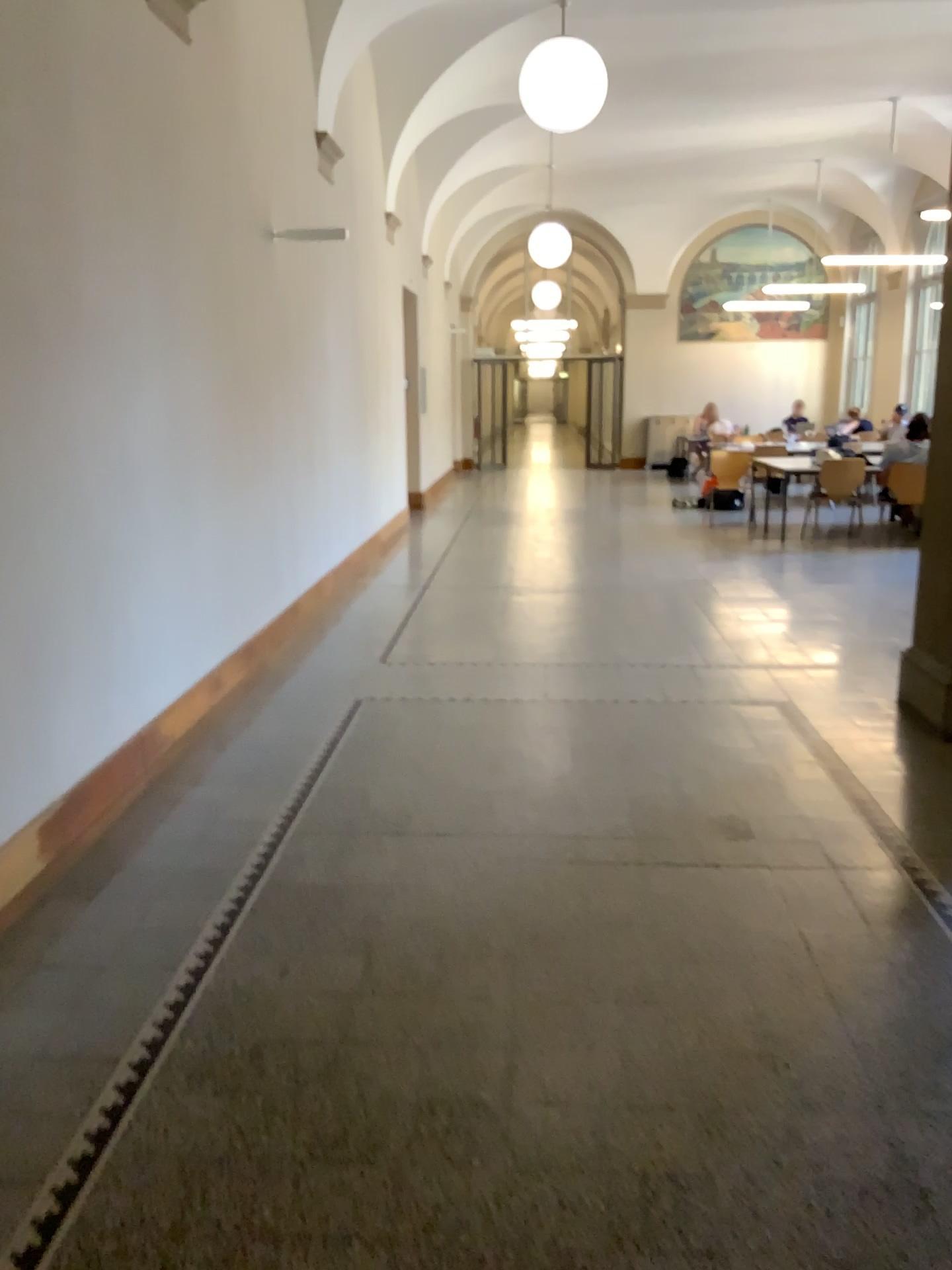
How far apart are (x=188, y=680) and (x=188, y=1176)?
2.9m
